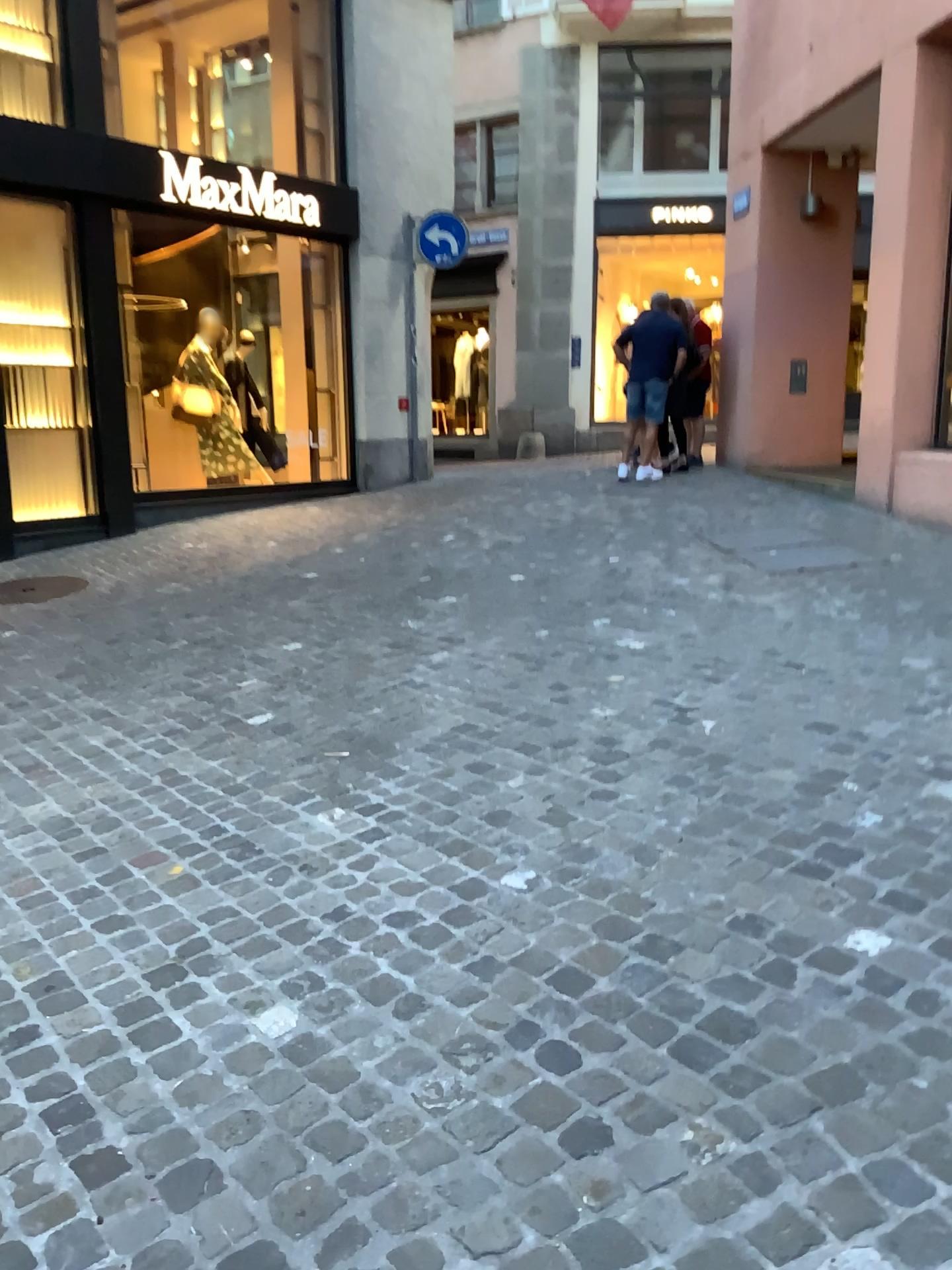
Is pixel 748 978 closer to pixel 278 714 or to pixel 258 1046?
pixel 258 1046
